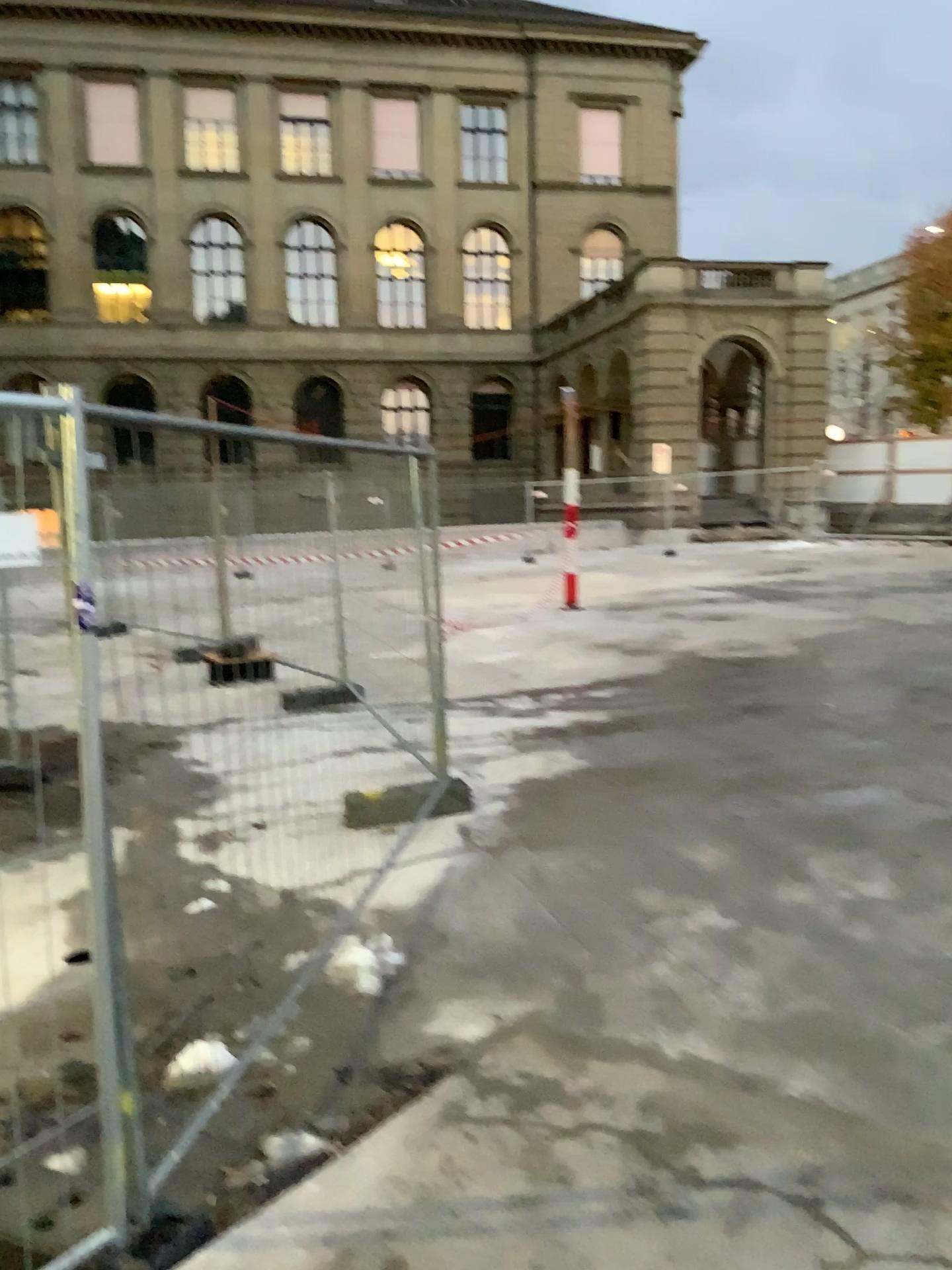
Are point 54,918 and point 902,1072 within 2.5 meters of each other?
no
